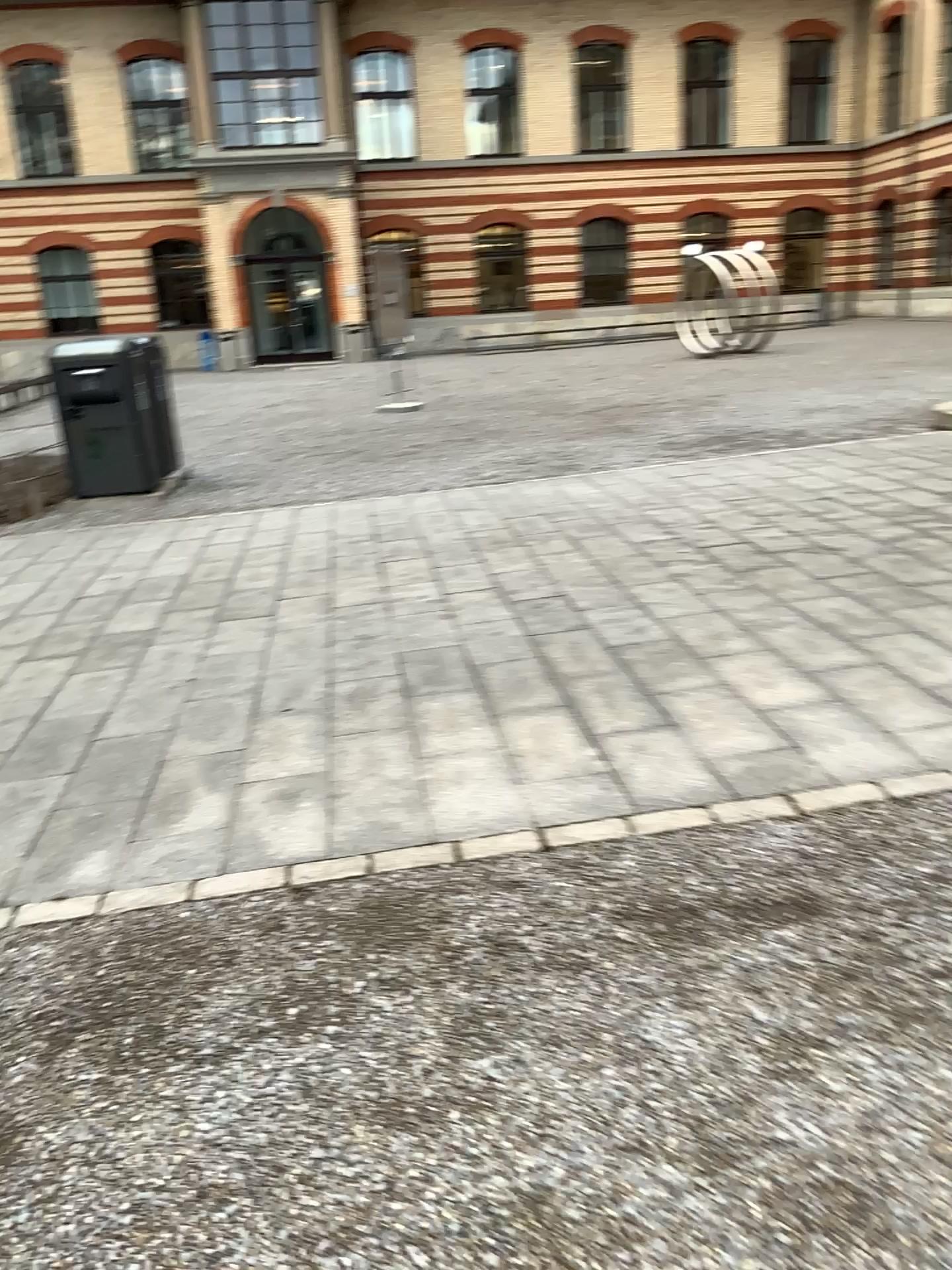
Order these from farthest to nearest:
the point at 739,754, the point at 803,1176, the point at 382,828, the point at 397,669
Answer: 1. the point at 397,669
2. the point at 739,754
3. the point at 382,828
4. the point at 803,1176
